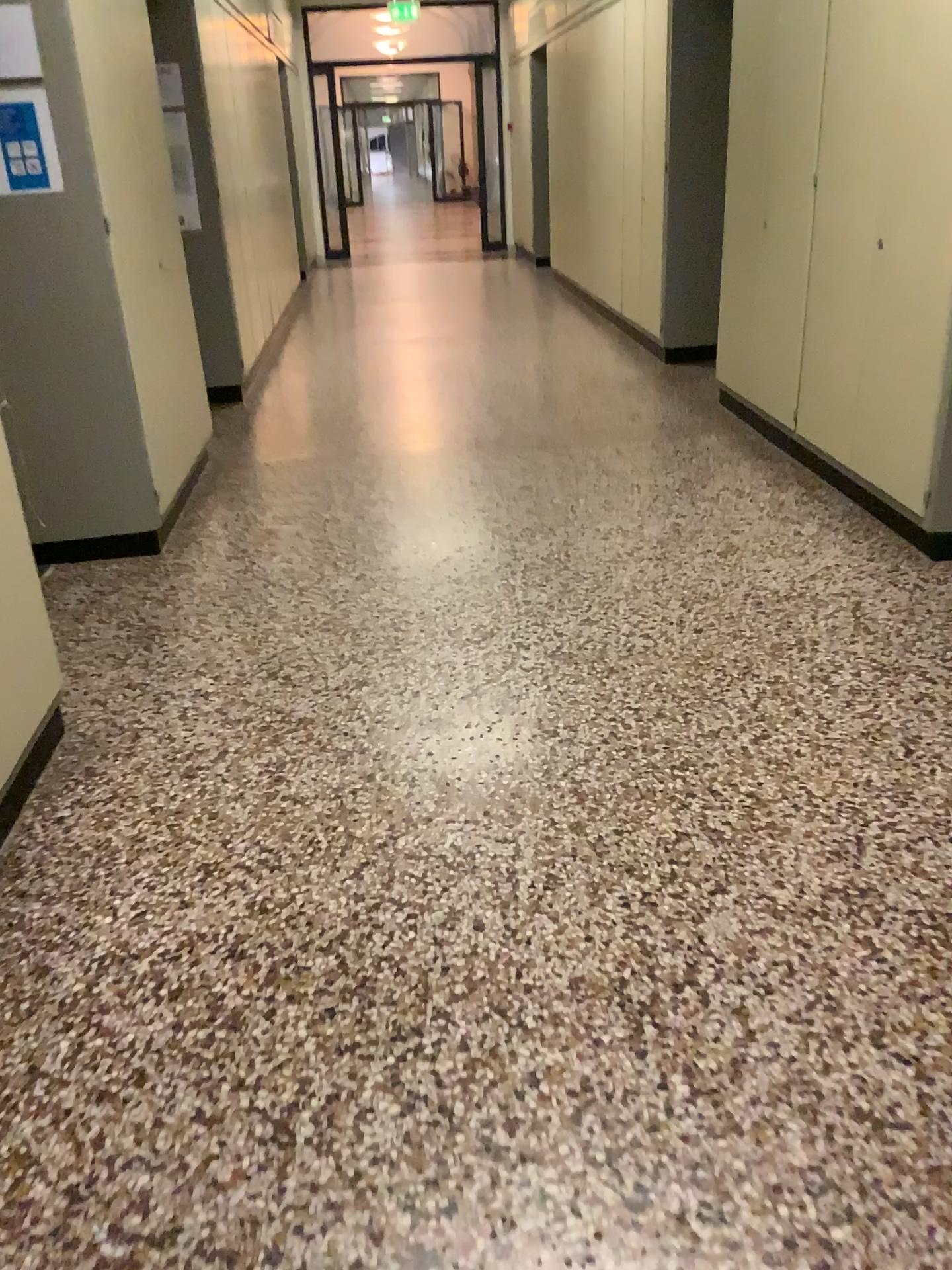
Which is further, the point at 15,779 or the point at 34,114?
the point at 34,114

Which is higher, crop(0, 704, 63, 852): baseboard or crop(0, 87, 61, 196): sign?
crop(0, 87, 61, 196): sign

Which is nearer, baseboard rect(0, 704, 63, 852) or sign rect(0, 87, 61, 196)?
baseboard rect(0, 704, 63, 852)

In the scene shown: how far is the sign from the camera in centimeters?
332cm

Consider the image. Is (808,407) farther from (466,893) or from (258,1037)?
(258,1037)

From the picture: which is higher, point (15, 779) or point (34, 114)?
point (34, 114)

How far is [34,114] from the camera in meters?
3.3
